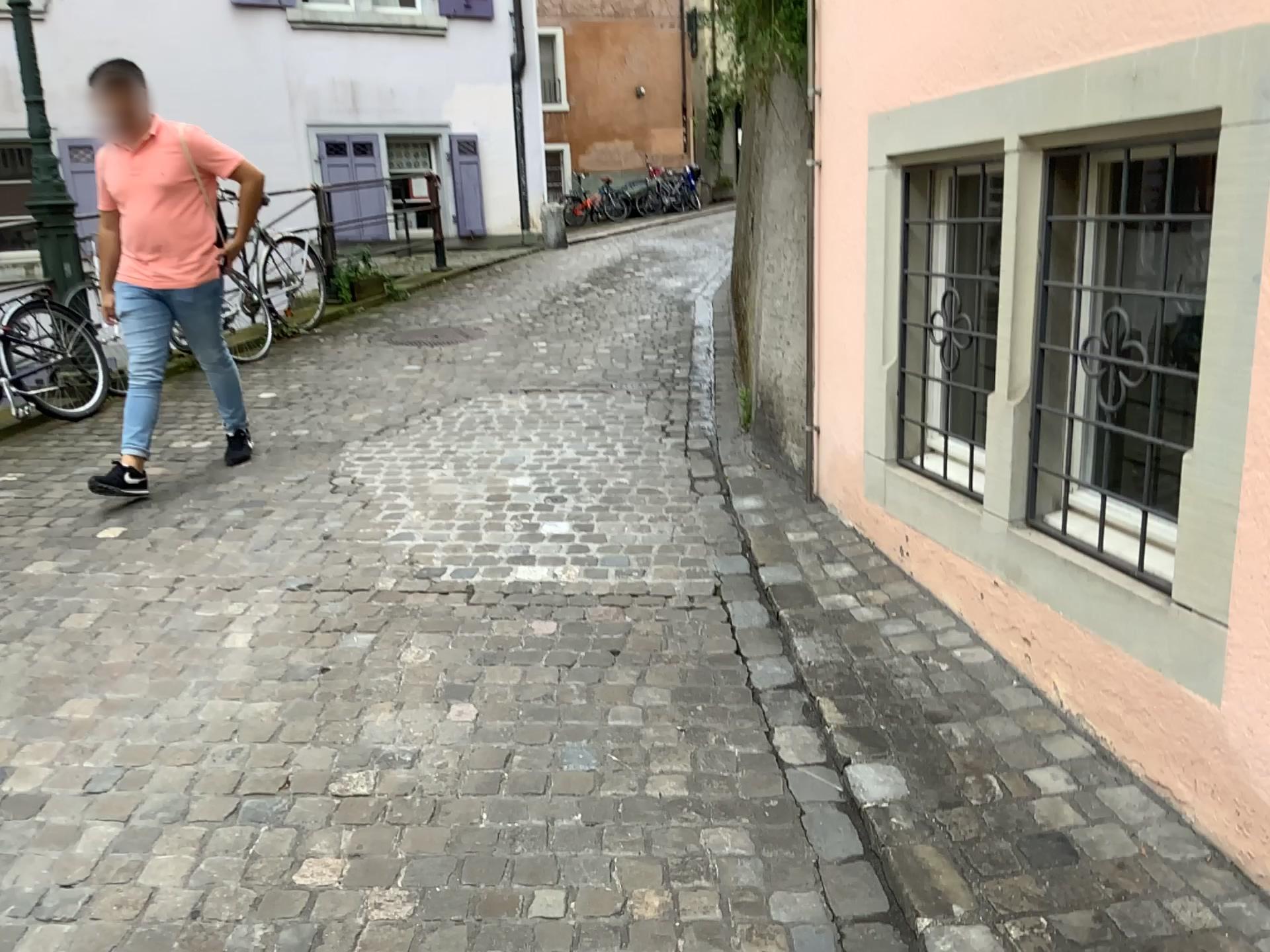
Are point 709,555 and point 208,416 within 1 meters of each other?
no

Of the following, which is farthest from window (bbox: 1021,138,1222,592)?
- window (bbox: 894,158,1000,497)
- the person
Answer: the person

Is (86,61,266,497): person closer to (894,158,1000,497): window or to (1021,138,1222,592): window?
(894,158,1000,497): window

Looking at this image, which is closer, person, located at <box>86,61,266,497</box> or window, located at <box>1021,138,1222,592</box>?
window, located at <box>1021,138,1222,592</box>

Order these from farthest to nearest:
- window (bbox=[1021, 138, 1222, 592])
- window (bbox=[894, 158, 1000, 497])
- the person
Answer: the person → window (bbox=[894, 158, 1000, 497]) → window (bbox=[1021, 138, 1222, 592])

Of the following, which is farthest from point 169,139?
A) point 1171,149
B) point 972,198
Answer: point 1171,149

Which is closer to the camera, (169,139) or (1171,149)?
(1171,149)

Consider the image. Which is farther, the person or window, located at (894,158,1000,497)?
the person

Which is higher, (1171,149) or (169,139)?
(169,139)
